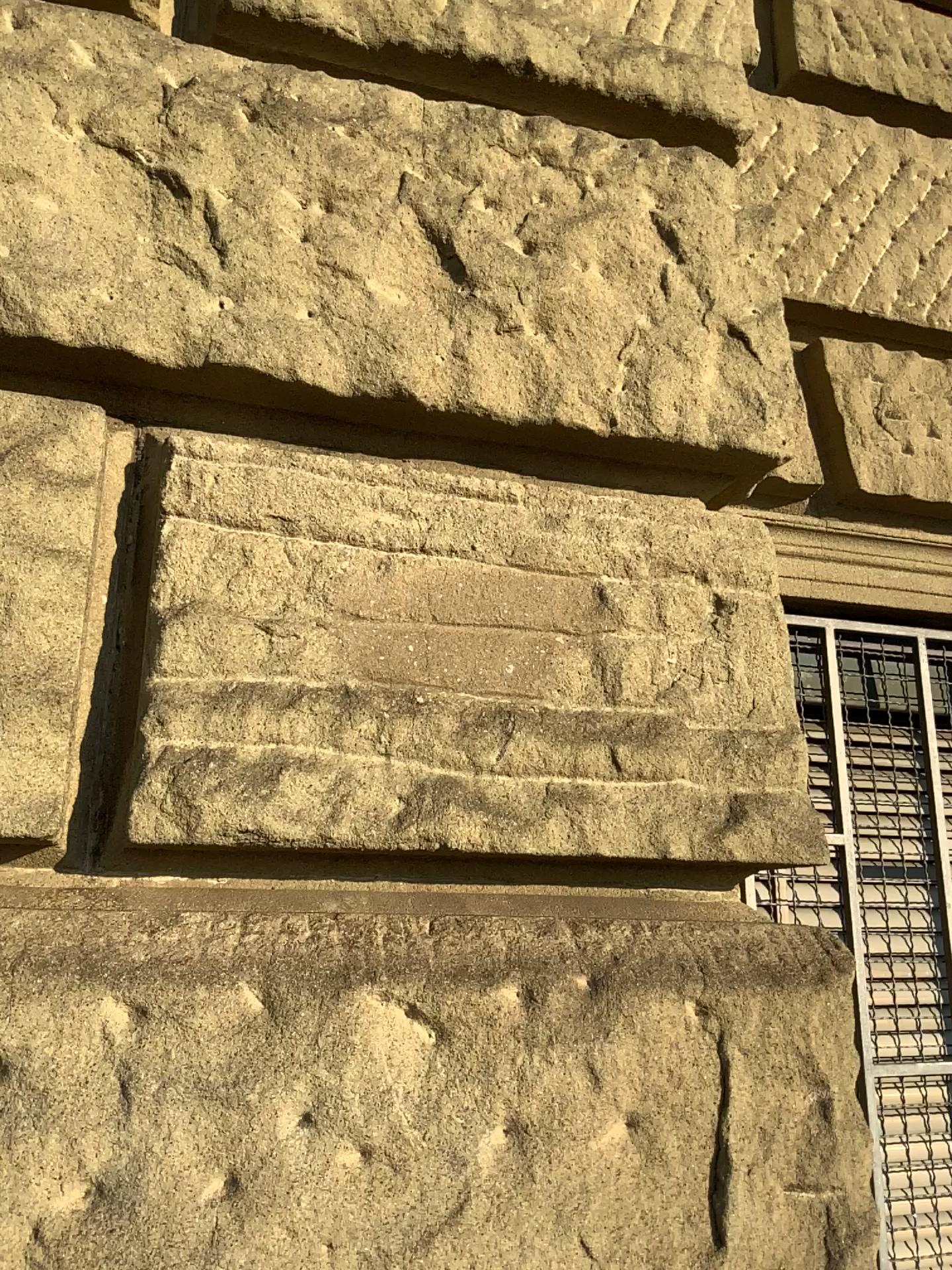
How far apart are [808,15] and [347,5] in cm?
110

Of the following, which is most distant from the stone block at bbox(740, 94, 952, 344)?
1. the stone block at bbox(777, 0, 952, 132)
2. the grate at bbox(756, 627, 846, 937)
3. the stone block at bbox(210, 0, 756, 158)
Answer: the grate at bbox(756, 627, 846, 937)

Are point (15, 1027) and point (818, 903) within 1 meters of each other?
no

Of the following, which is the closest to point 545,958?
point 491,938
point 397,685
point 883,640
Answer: point 491,938

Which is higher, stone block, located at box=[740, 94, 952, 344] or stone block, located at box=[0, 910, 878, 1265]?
stone block, located at box=[740, 94, 952, 344]

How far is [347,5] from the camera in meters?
1.4

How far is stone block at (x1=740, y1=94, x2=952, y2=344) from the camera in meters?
1.9 m

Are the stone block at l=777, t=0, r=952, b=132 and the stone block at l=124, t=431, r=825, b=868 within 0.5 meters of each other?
no

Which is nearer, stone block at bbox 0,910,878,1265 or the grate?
stone block at bbox 0,910,878,1265

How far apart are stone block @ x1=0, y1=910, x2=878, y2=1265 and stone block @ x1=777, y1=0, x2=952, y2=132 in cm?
166
